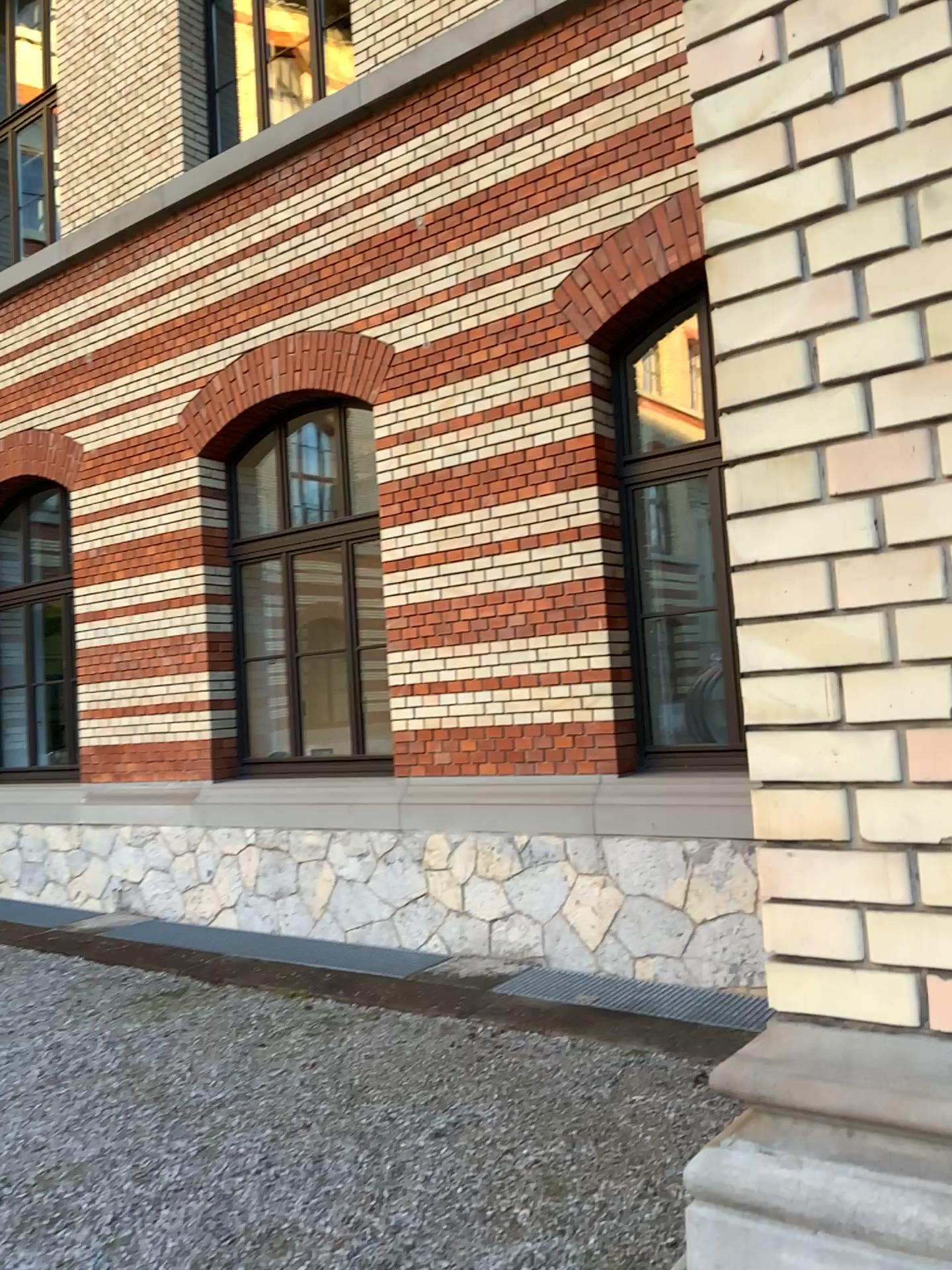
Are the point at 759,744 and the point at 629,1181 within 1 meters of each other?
no
